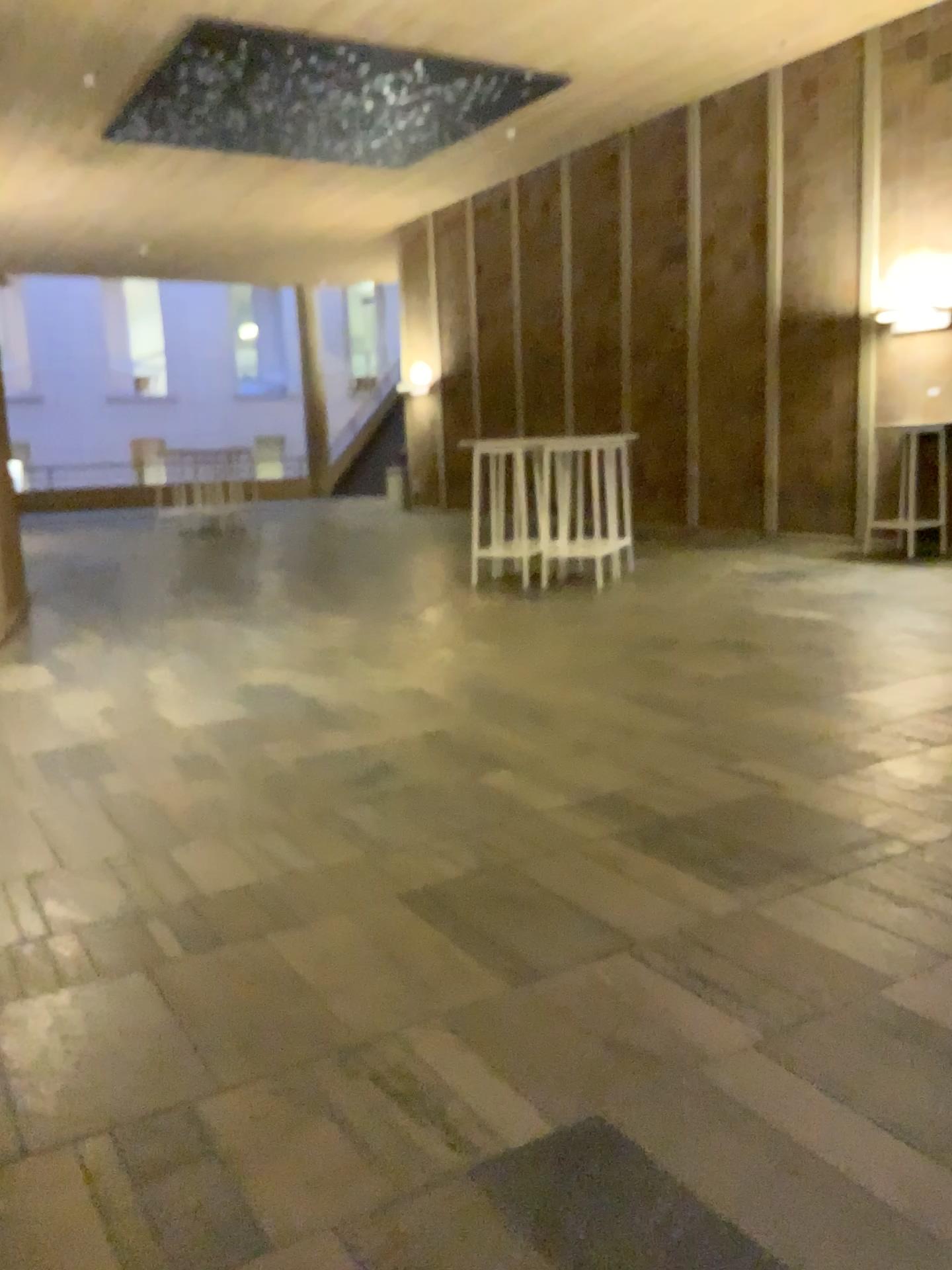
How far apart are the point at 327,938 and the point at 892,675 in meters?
3.2 m
